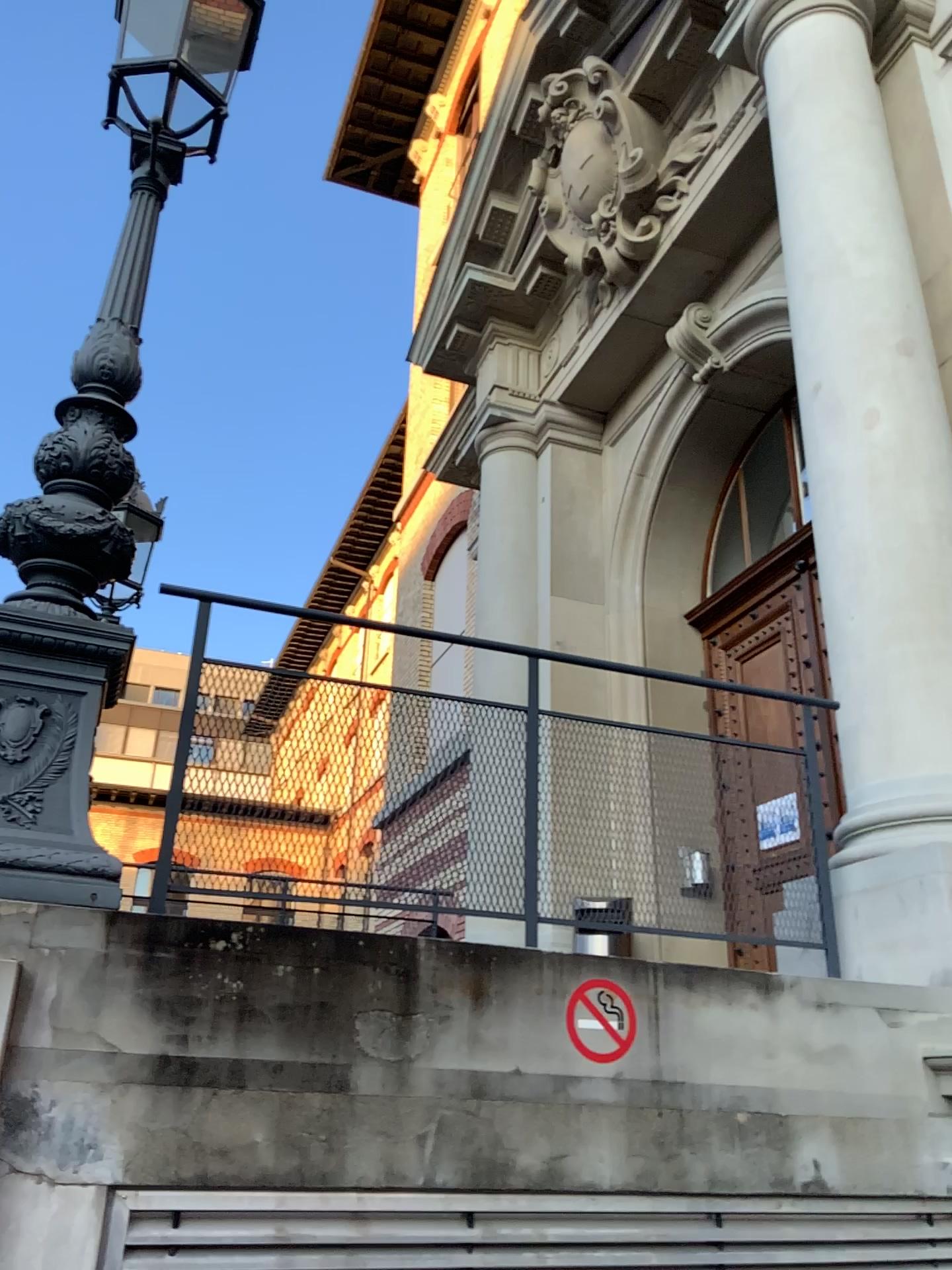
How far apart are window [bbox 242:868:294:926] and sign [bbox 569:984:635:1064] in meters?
0.8

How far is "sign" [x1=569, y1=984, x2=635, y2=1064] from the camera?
2.61m

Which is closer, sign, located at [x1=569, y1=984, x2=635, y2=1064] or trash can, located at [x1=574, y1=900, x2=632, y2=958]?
sign, located at [x1=569, y1=984, x2=635, y2=1064]

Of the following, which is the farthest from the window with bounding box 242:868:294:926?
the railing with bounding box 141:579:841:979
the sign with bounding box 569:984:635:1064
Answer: the sign with bounding box 569:984:635:1064

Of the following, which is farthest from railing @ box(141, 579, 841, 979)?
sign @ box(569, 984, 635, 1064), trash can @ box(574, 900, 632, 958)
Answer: sign @ box(569, 984, 635, 1064)

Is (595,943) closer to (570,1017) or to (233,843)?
(570,1017)

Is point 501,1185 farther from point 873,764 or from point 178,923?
point 873,764

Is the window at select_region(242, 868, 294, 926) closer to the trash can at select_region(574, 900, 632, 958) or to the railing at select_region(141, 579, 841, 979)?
the railing at select_region(141, 579, 841, 979)

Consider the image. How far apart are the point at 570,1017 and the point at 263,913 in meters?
0.9

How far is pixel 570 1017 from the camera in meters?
2.6 m
